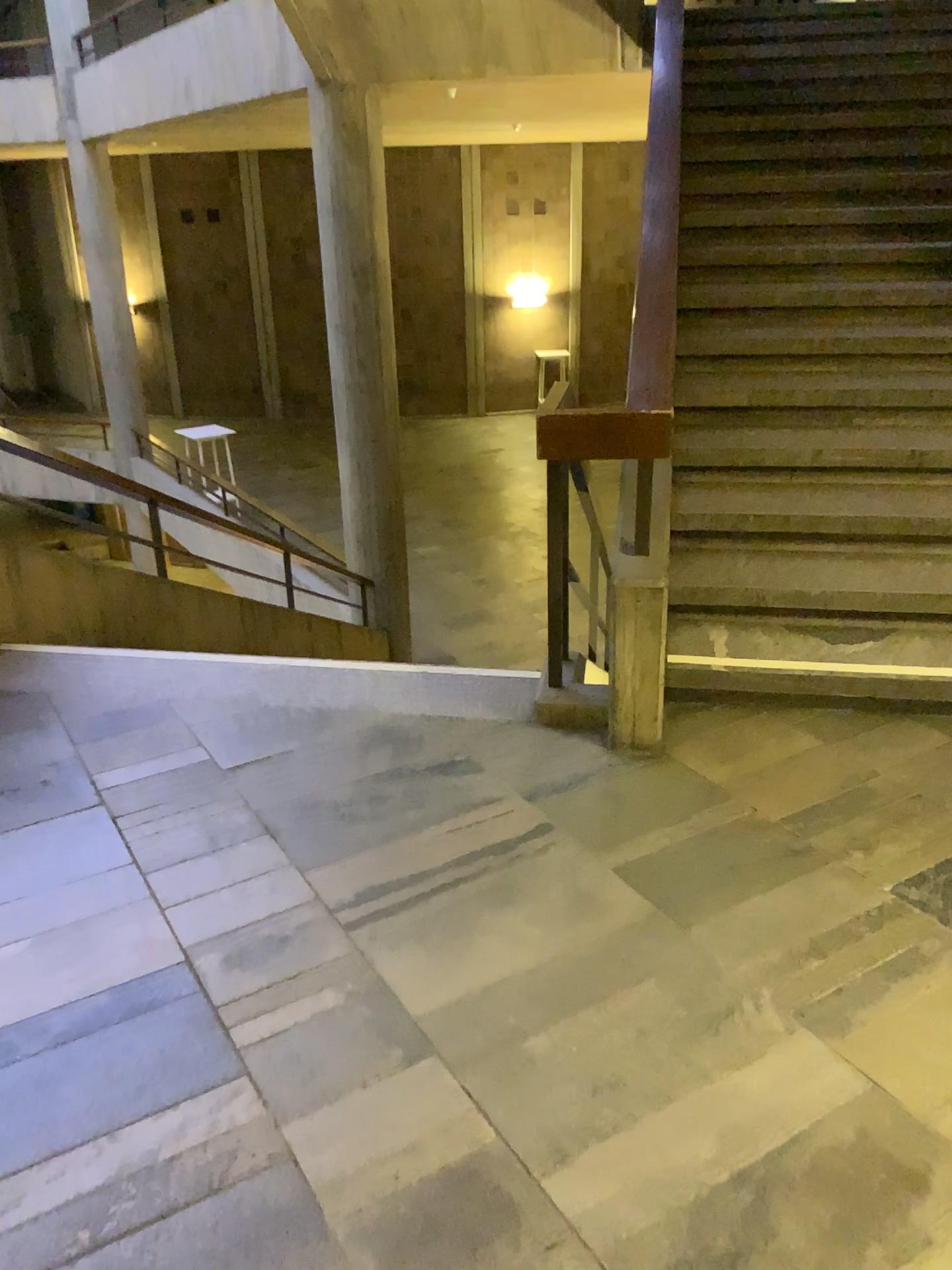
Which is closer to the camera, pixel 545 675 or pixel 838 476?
pixel 545 675
